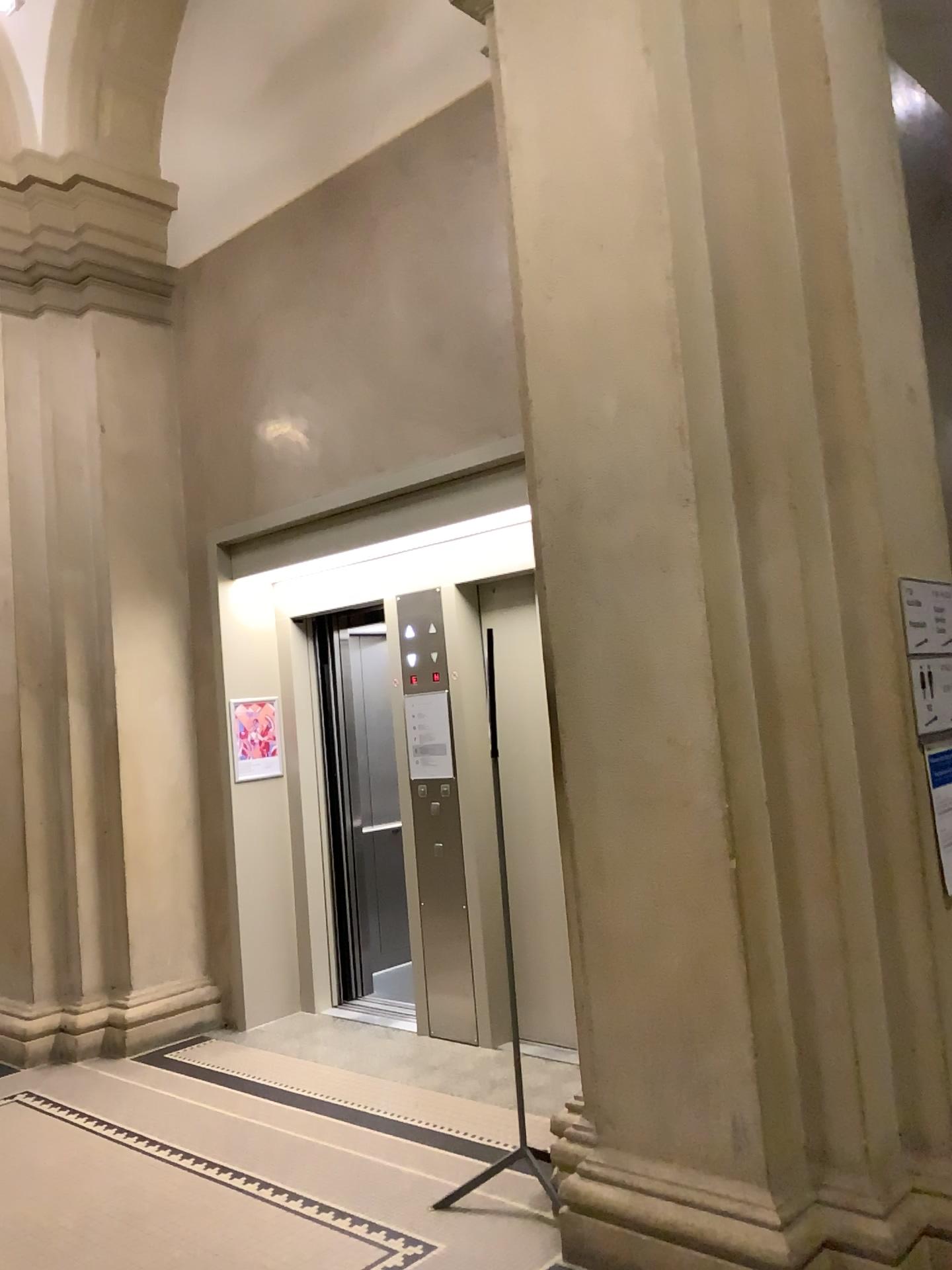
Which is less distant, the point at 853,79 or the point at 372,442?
the point at 853,79

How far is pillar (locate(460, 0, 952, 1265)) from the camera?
2.8 meters

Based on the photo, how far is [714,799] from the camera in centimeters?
276cm
